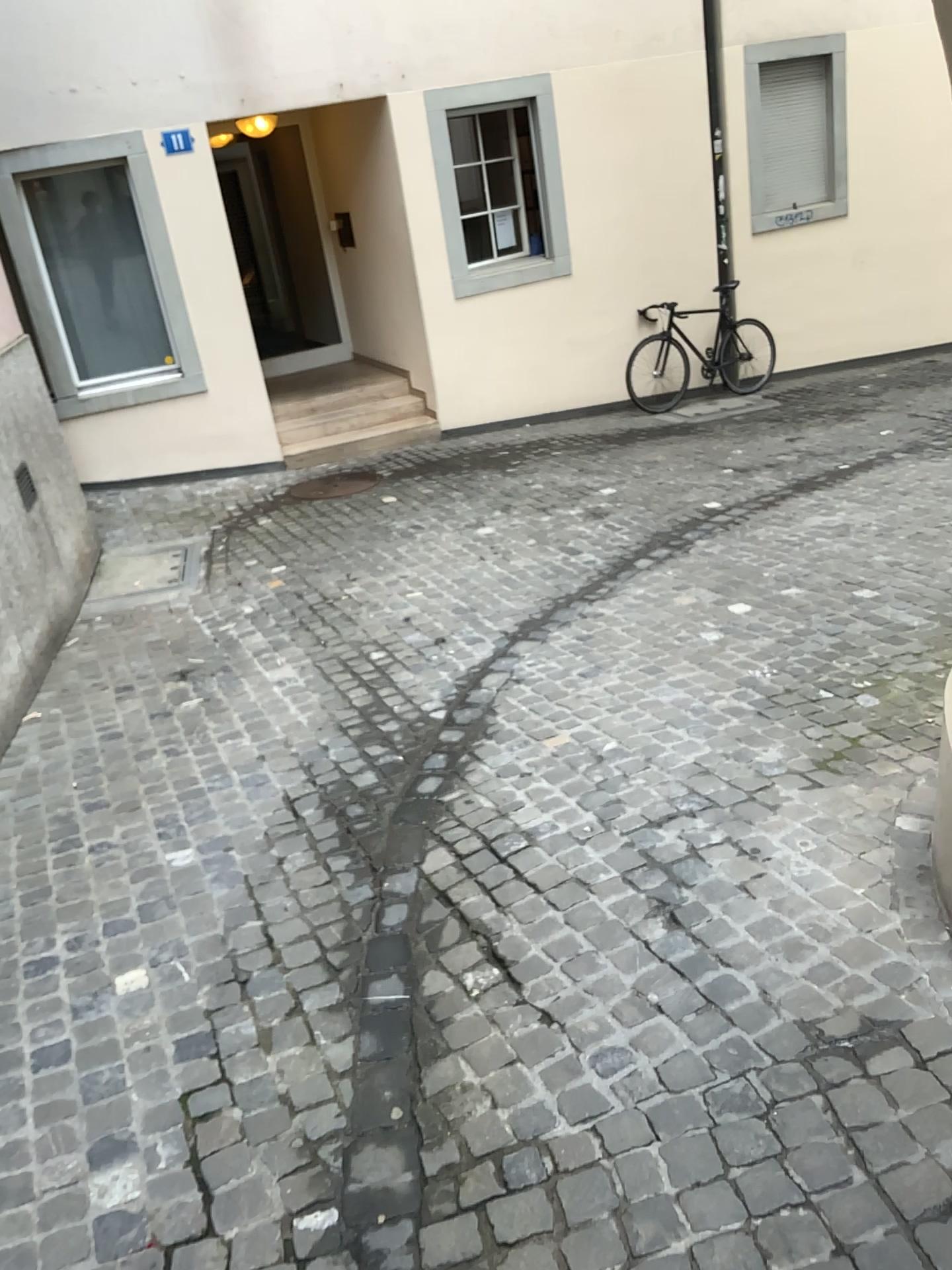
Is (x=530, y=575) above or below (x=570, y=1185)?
below
